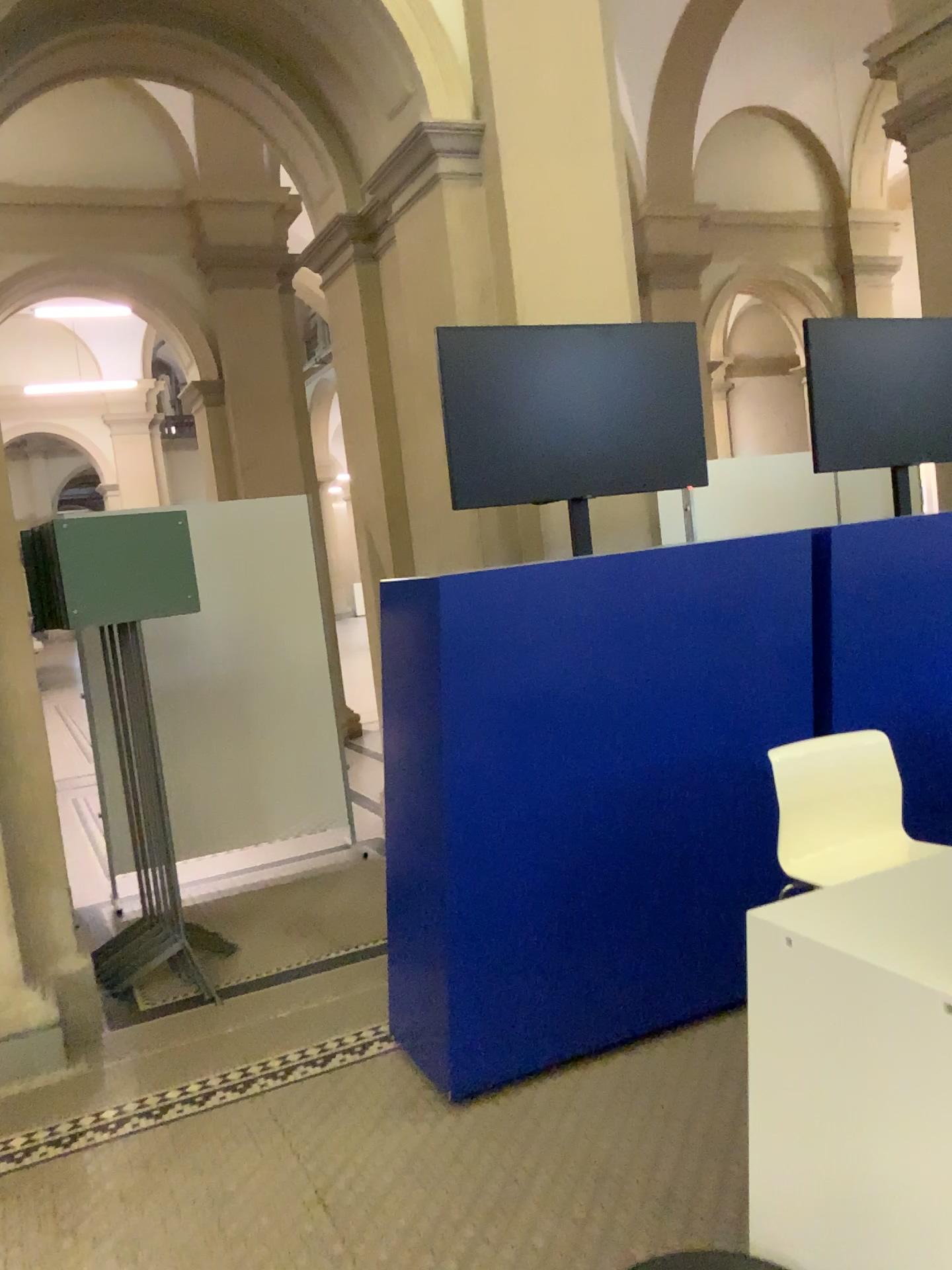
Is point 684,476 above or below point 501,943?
above

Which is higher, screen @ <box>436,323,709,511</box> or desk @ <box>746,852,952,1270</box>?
screen @ <box>436,323,709,511</box>

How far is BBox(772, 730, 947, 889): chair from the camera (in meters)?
2.41

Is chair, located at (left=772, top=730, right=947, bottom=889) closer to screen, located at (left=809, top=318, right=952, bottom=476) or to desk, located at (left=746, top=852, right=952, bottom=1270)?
desk, located at (left=746, top=852, right=952, bottom=1270)

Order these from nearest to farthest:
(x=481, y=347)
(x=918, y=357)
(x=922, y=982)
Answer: (x=922, y=982), (x=481, y=347), (x=918, y=357)

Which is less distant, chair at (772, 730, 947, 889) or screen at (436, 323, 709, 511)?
chair at (772, 730, 947, 889)

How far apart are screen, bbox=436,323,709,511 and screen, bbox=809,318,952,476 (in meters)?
0.64

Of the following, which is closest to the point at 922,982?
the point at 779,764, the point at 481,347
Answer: the point at 779,764

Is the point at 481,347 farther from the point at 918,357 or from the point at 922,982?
the point at 922,982

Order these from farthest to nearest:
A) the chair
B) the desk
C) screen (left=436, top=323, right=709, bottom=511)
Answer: screen (left=436, top=323, right=709, bottom=511) → the chair → the desk
